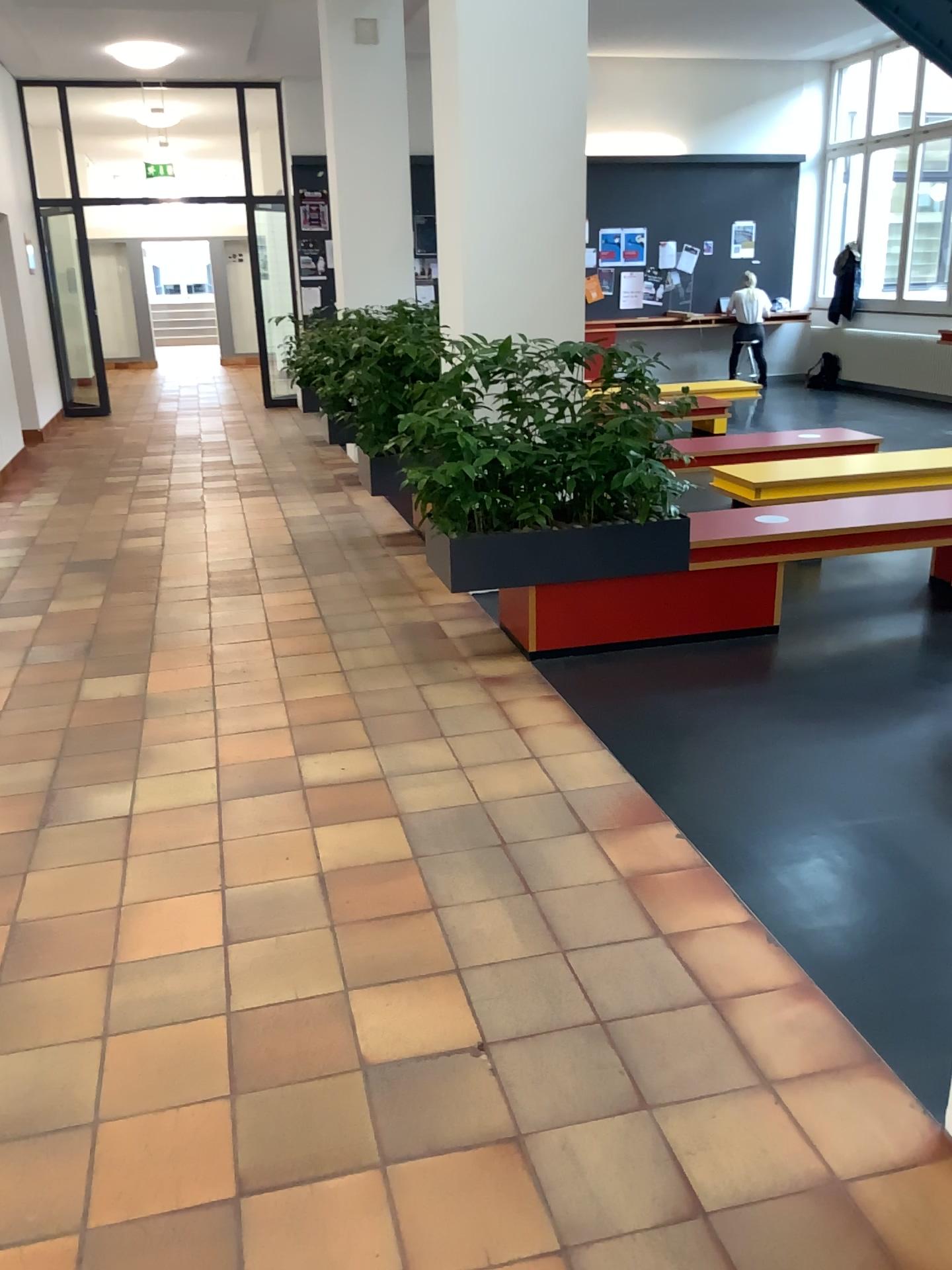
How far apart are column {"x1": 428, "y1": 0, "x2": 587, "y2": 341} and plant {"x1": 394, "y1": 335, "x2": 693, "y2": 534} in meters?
0.6

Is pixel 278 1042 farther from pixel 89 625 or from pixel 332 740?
pixel 89 625

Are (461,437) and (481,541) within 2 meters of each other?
yes

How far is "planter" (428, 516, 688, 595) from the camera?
4.1 meters

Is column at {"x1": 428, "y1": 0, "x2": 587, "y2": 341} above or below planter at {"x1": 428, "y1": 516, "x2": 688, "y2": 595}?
above

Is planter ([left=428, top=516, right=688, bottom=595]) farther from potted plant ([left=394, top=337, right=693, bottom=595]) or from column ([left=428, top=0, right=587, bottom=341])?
column ([left=428, top=0, right=587, bottom=341])

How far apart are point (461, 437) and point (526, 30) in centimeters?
190cm

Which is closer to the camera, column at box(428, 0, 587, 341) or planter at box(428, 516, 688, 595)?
planter at box(428, 516, 688, 595)

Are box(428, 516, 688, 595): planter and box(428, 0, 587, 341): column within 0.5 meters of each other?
no

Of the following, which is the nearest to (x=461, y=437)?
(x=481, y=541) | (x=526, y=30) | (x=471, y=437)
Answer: (x=471, y=437)
